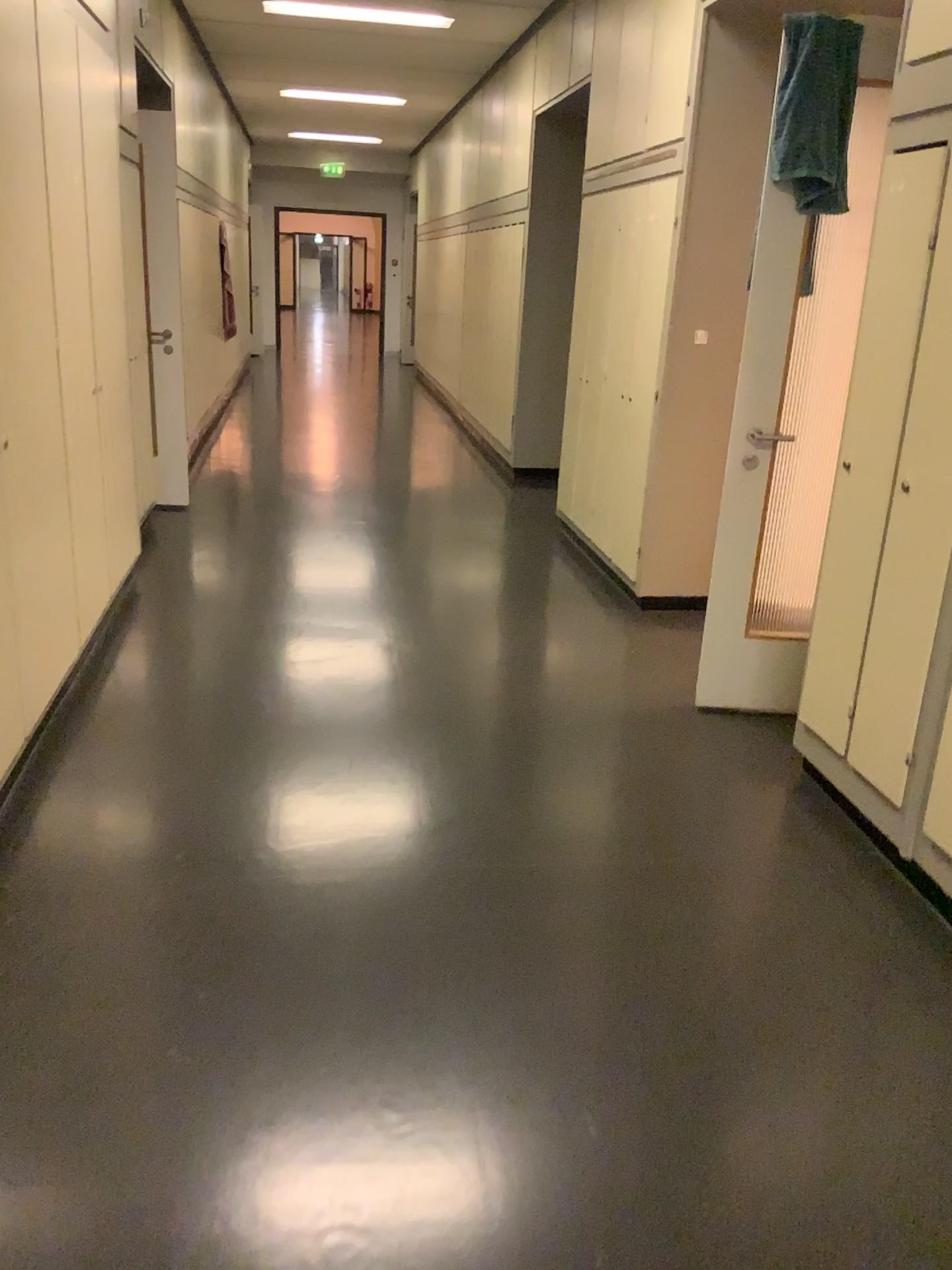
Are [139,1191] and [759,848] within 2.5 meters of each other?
yes

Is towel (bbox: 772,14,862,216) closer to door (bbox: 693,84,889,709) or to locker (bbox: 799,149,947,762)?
door (bbox: 693,84,889,709)

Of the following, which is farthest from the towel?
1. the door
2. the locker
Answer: the locker

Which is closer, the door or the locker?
the locker

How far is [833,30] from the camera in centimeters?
303cm

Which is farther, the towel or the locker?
the towel

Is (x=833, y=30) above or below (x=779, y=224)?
above

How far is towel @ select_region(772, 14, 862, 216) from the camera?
3.0m

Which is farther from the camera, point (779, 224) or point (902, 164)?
point (779, 224)
